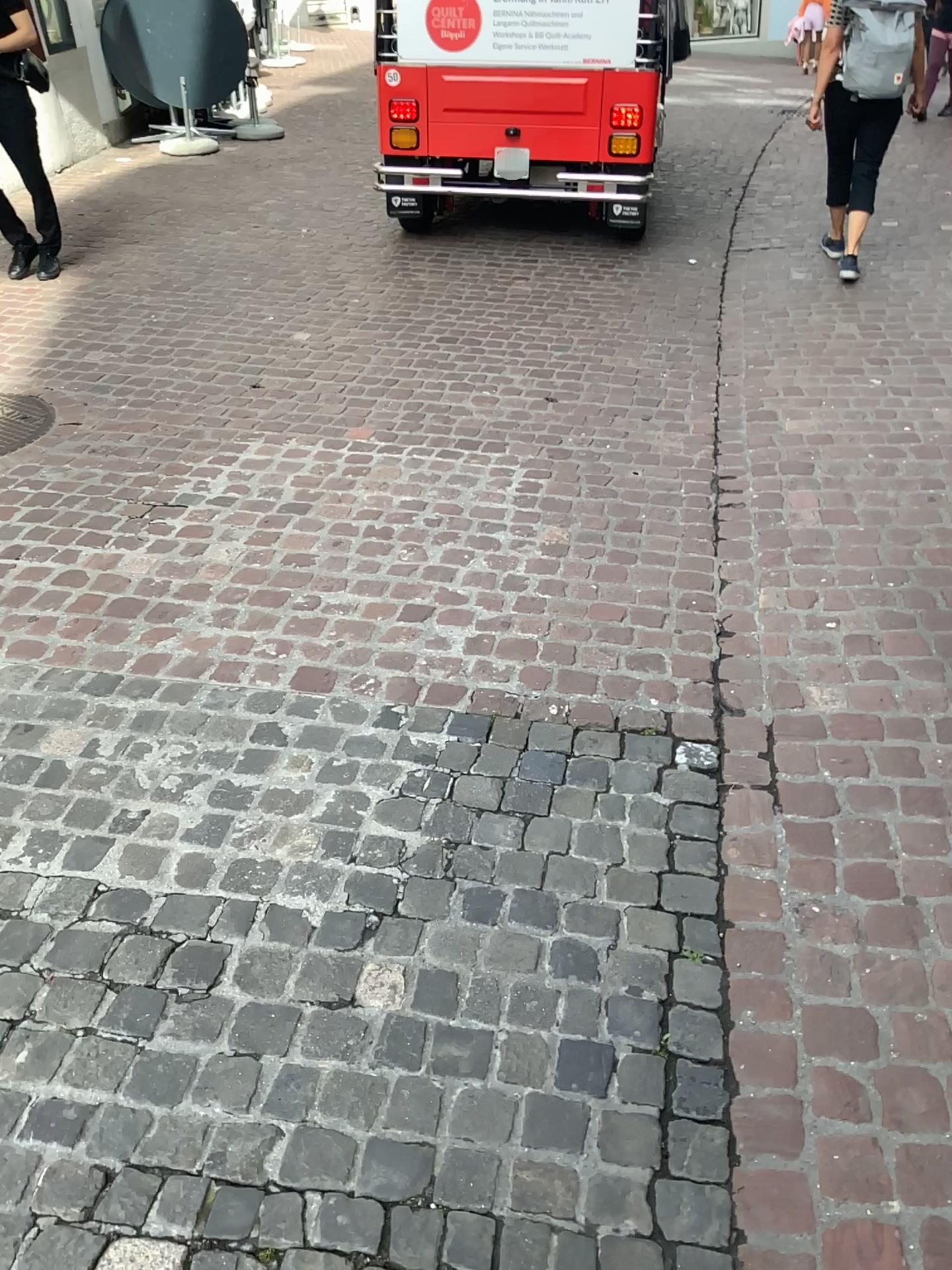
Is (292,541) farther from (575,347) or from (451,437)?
(575,347)

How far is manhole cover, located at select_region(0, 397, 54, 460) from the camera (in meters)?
3.91

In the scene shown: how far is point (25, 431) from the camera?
3.91m
